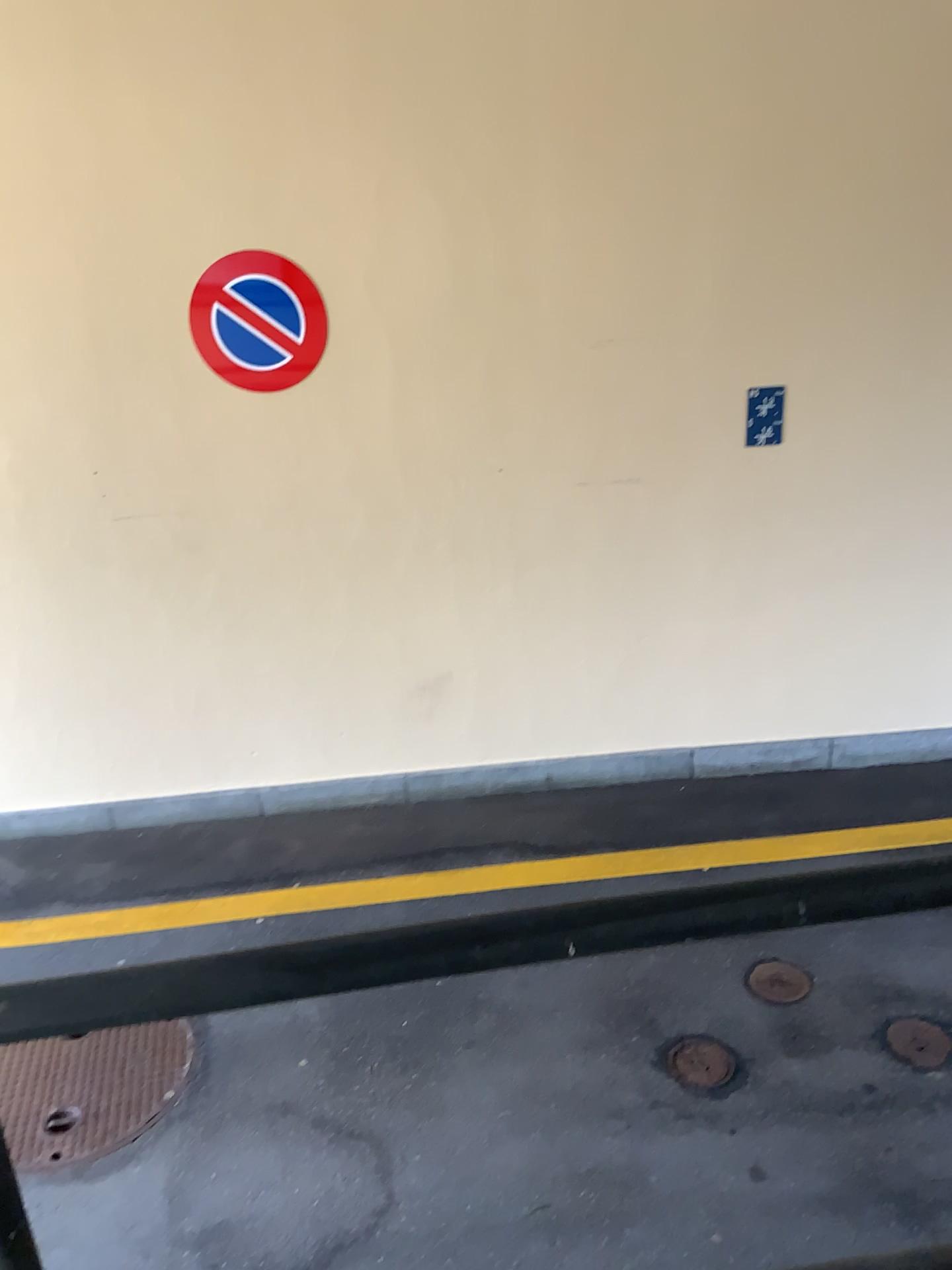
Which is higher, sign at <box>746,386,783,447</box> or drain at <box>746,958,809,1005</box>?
sign at <box>746,386,783,447</box>

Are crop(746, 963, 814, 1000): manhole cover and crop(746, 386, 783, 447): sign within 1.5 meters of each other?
no

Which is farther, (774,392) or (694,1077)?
(774,392)

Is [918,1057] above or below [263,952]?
below

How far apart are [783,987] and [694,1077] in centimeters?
49cm

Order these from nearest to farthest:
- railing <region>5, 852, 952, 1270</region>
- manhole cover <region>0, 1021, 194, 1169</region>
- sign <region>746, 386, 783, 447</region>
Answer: railing <region>5, 852, 952, 1270</region> < manhole cover <region>0, 1021, 194, 1169</region> < sign <region>746, 386, 783, 447</region>

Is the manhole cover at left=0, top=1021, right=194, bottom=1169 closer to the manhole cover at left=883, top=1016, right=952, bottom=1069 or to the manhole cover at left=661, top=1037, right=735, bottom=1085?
the manhole cover at left=661, top=1037, right=735, bottom=1085

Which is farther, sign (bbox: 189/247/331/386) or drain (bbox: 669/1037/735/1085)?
sign (bbox: 189/247/331/386)

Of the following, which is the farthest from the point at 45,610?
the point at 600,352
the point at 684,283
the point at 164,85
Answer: the point at 684,283

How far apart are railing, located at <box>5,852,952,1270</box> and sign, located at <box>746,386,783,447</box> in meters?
3.5 m
